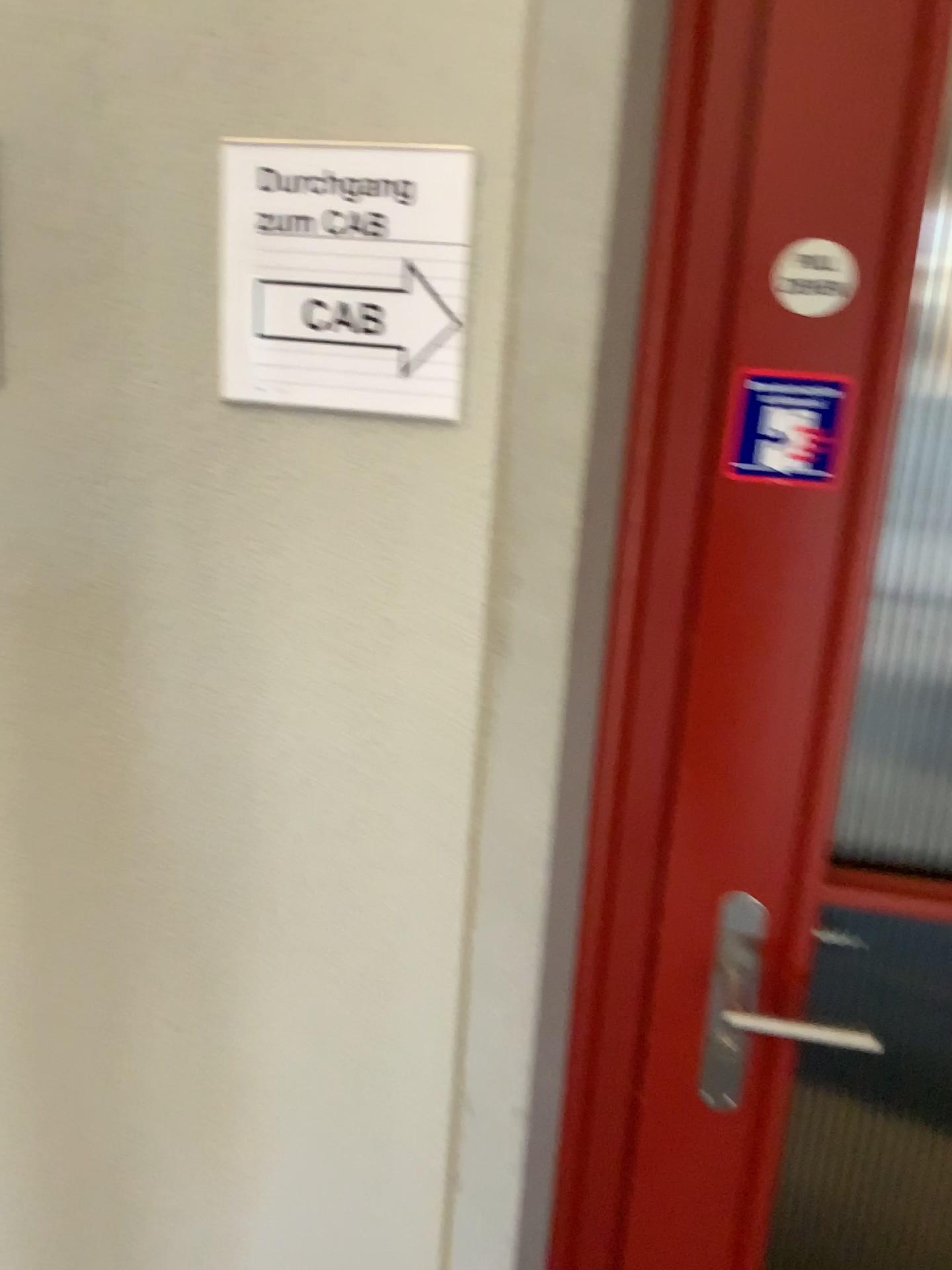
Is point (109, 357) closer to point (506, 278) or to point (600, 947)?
point (506, 278)

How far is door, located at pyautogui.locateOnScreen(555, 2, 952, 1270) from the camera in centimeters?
83cm

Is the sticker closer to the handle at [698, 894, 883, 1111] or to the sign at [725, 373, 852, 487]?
the sign at [725, 373, 852, 487]

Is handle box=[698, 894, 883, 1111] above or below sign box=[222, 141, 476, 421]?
below

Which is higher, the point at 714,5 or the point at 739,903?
the point at 714,5

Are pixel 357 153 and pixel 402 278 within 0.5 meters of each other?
yes

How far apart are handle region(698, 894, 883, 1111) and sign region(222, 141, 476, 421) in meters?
0.5 m

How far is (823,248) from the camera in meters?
0.8 m

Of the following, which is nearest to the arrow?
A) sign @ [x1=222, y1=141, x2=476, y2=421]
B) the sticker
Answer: sign @ [x1=222, y1=141, x2=476, y2=421]

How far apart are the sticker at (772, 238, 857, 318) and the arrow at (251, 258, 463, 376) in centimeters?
27cm
